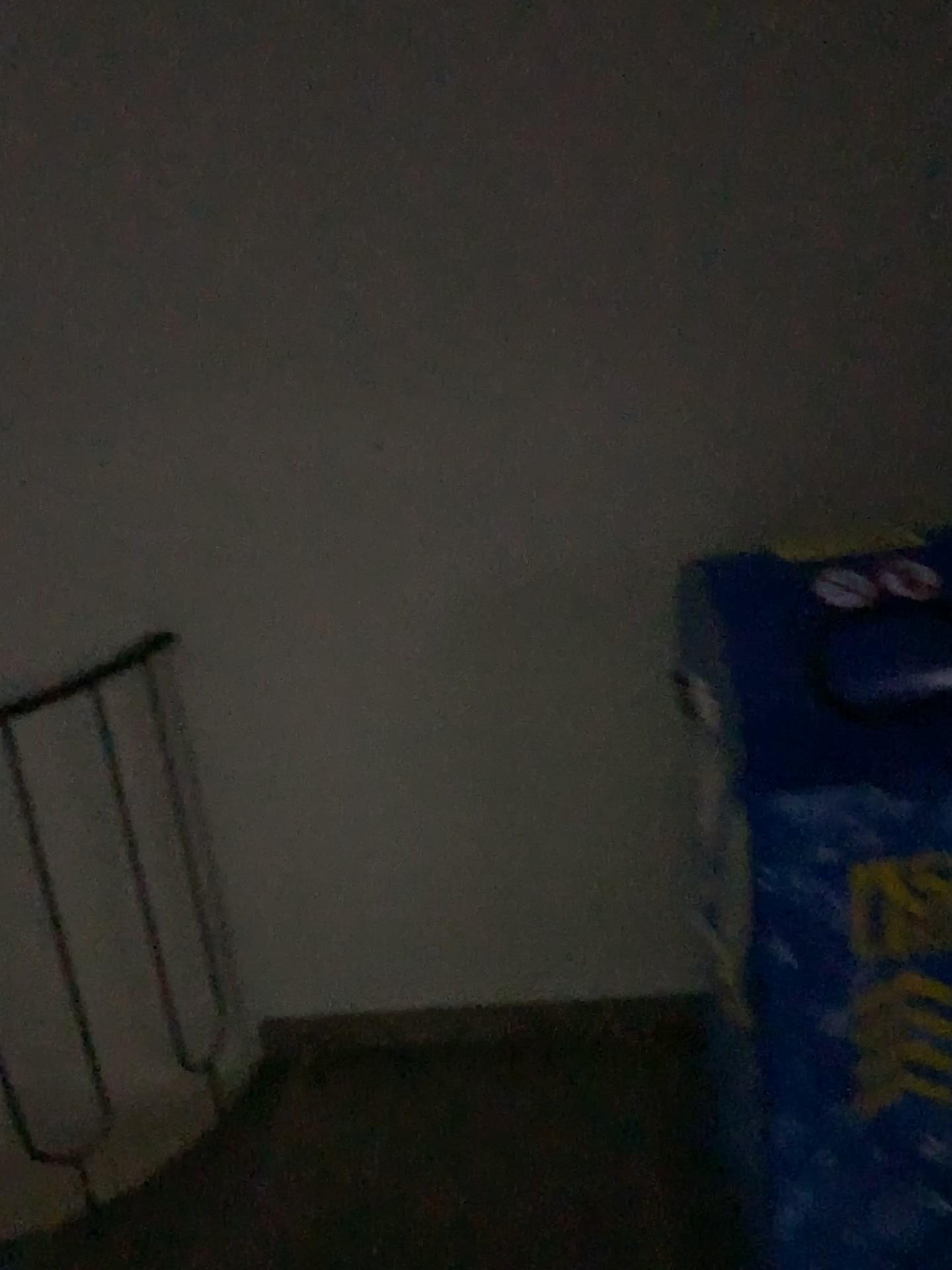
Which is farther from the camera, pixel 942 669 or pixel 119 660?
pixel 119 660

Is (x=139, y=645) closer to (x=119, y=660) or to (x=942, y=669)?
(x=119, y=660)

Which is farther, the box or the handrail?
the handrail

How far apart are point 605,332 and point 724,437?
0.26m

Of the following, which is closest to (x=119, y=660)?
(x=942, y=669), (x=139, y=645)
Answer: (x=139, y=645)

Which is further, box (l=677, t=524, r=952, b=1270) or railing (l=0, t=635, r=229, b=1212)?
railing (l=0, t=635, r=229, b=1212)

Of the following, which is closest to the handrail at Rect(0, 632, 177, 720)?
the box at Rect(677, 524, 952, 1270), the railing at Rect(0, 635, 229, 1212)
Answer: the railing at Rect(0, 635, 229, 1212)

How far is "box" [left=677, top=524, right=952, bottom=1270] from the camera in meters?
1.2 m

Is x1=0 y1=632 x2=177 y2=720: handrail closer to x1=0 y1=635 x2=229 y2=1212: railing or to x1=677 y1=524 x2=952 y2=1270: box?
x1=0 y1=635 x2=229 y2=1212: railing
